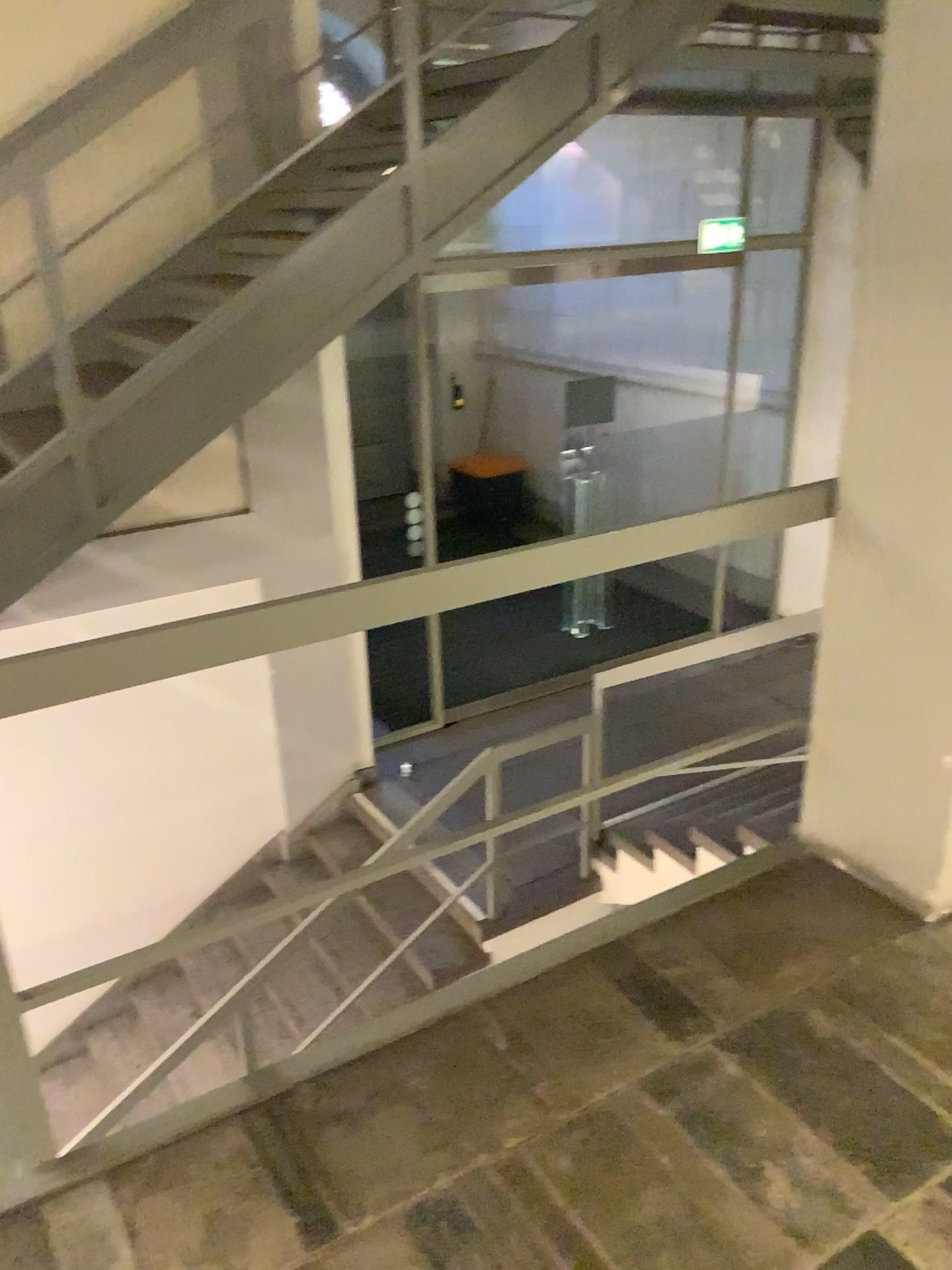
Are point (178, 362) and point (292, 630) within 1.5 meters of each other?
no

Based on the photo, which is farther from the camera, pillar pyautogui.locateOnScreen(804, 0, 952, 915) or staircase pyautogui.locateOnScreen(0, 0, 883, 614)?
staircase pyautogui.locateOnScreen(0, 0, 883, 614)

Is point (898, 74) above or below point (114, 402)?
above

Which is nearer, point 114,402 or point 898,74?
point 898,74
